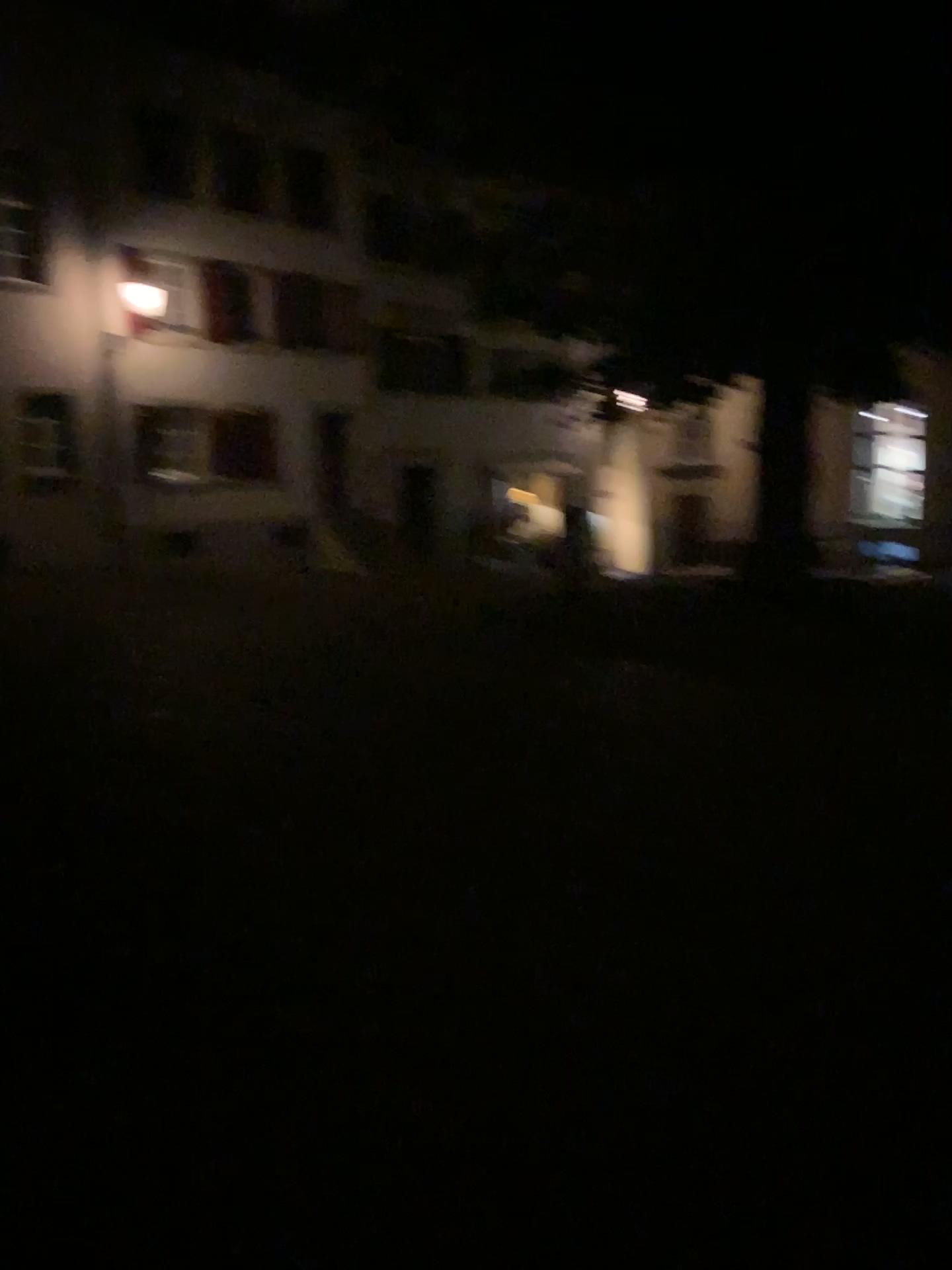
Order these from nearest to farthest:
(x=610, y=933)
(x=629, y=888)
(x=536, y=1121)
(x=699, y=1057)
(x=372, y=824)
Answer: (x=536, y=1121) → (x=699, y=1057) → (x=610, y=933) → (x=629, y=888) → (x=372, y=824)
